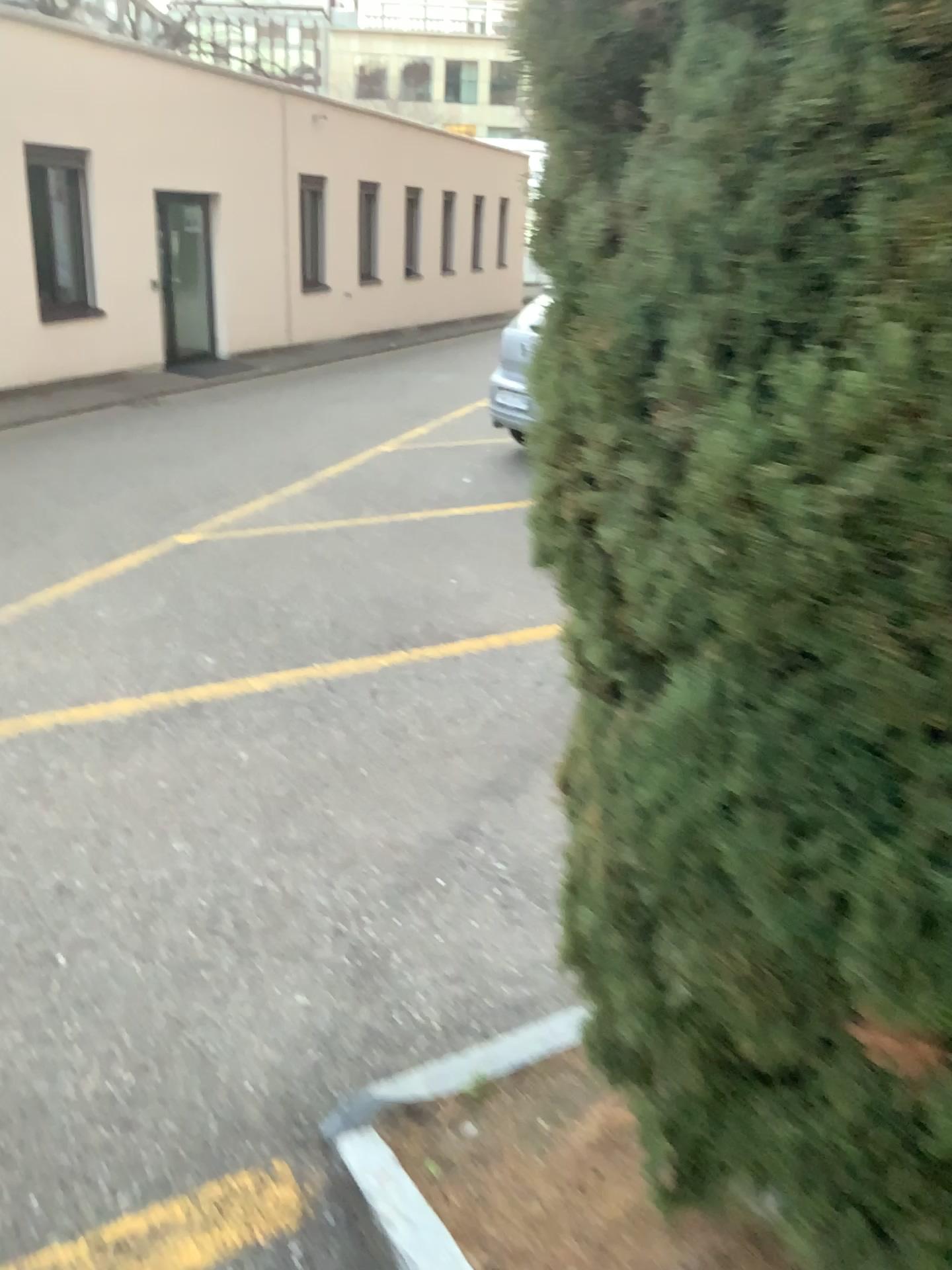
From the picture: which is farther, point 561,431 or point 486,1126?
point 486,1126
